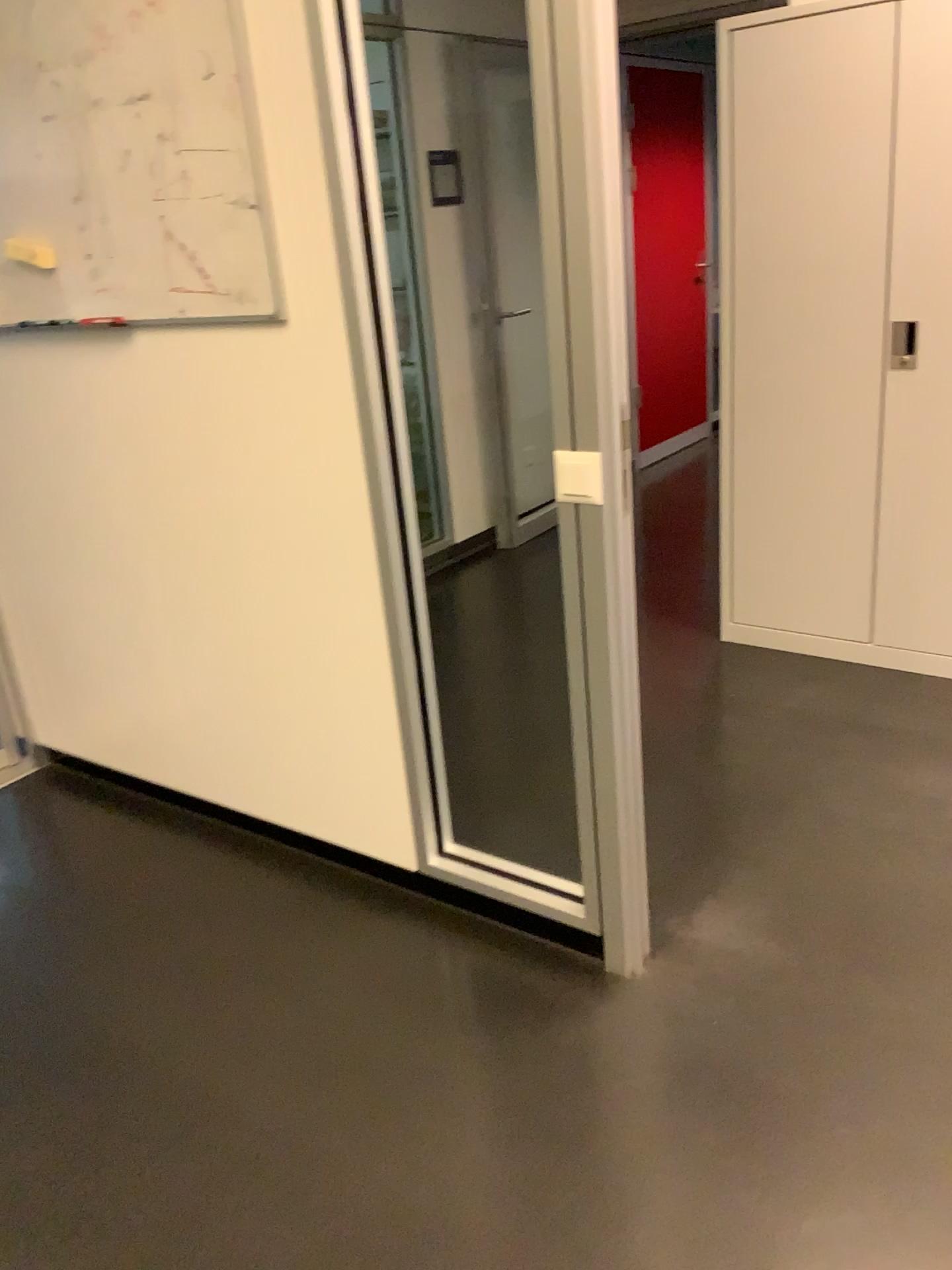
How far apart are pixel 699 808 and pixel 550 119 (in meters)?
1.66

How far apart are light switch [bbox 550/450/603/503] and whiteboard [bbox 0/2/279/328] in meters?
0.7

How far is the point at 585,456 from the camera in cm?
177

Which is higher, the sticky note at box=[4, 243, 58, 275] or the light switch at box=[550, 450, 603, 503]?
the sticky note at box=[4, 243, 58, 275]

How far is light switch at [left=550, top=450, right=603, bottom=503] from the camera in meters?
→ 1.8 m

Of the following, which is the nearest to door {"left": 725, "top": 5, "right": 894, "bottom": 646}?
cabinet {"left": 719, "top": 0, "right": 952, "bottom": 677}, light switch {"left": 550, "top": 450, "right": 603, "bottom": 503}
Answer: cabinet {"left": 719, "top": 0, "right": 952, "bottom": 677}

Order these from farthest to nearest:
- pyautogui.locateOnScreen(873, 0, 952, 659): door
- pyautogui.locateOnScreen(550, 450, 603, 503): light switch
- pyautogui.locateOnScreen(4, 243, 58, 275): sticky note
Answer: pyautogui.locateOnScreen(873, 0, 952, 659): door
pyautogui.locateOnScreen(4, 243, 58, 275): sticky note
pyautogui.locateOnScreen(550, 450, 603, 503): light switch

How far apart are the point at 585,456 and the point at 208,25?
1.1m

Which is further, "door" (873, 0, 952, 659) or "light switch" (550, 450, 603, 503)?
"door" (873, 0, 952, 659)

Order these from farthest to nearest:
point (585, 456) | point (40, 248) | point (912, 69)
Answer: point (912, 69) → point (40, 248) → point (585, 456)
